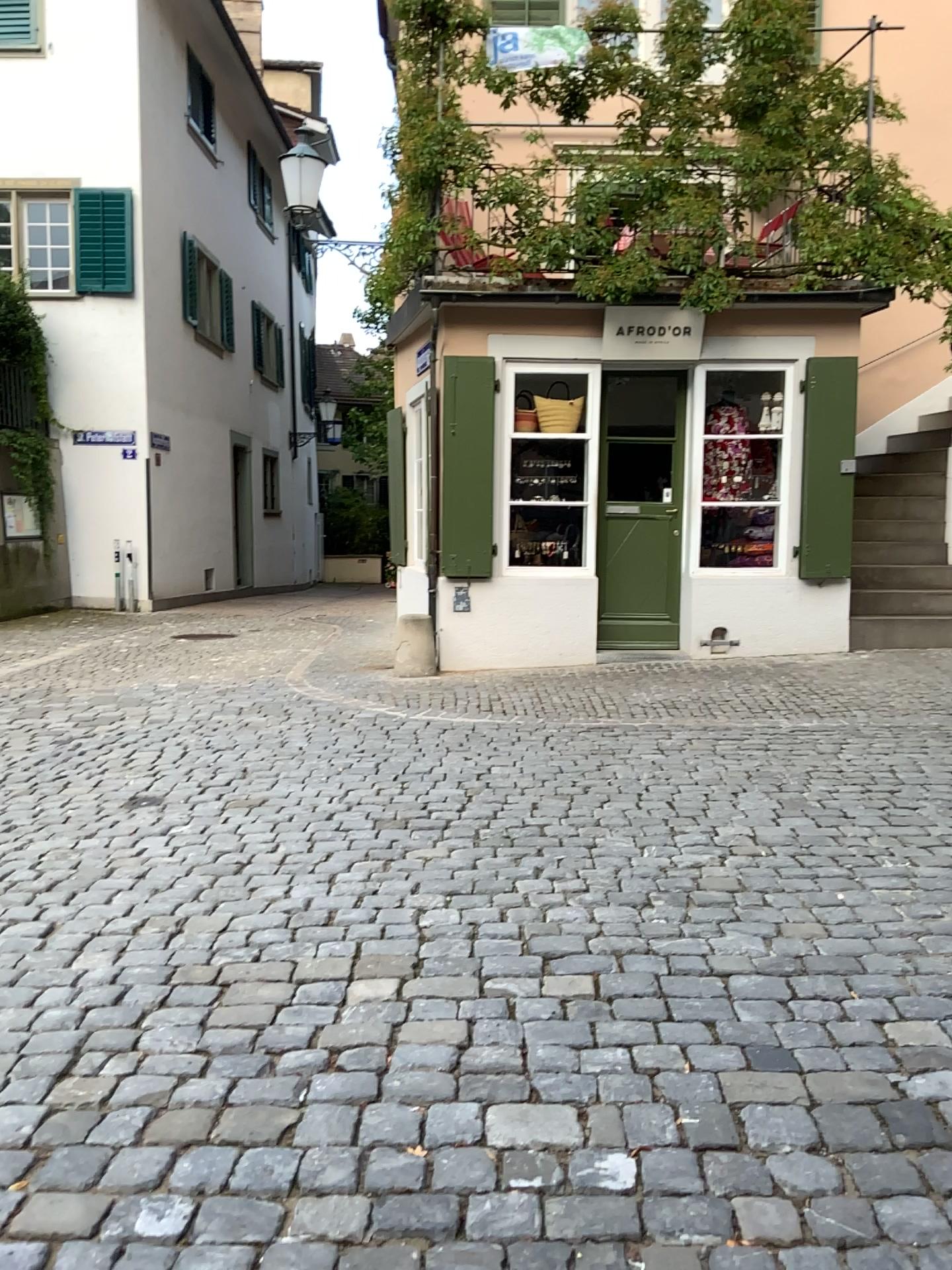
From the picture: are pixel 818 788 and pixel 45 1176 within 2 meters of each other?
no
